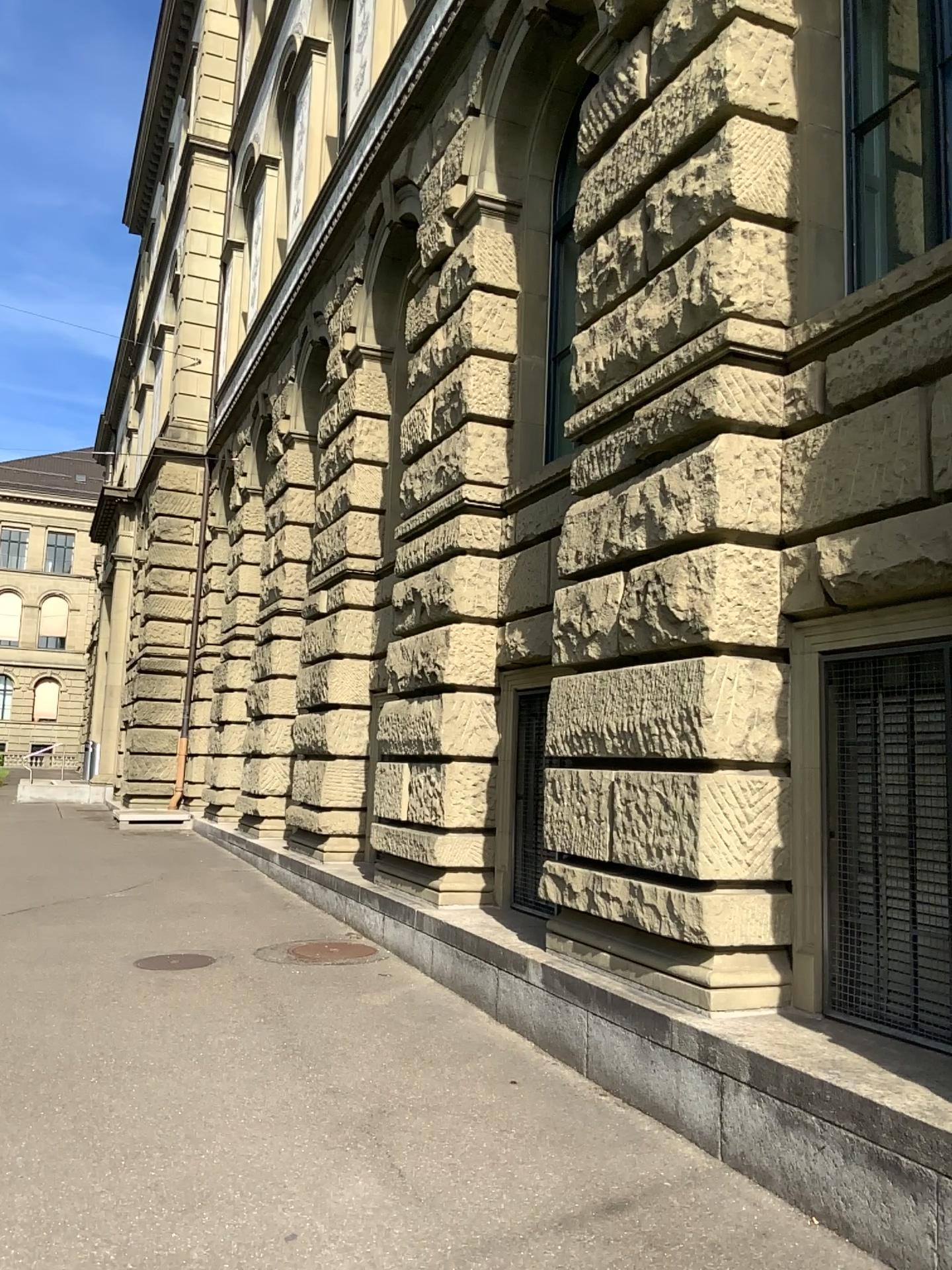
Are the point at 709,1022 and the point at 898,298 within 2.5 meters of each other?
no
